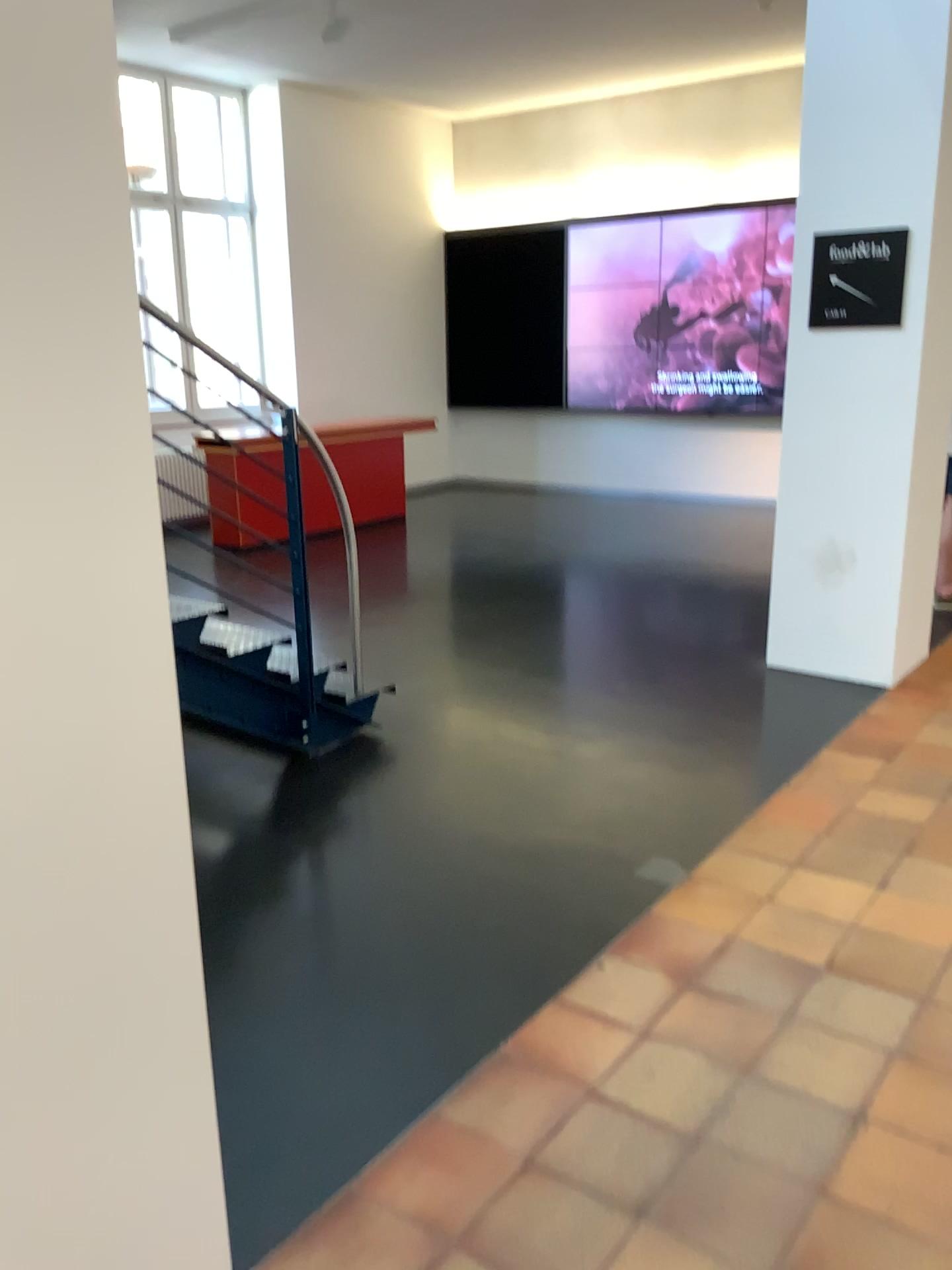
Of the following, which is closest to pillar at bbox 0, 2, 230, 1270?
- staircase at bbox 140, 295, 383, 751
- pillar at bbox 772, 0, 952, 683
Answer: staircase at bbox 140, 295, 383, 751

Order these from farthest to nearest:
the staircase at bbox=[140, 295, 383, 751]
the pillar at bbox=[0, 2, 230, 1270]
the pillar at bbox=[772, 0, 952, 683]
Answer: the pillar at bbox=[772, 0, 952, 683] → the staircase at bbox=[140, 295, 383, 751] → the pillar at bbox=[0, 2, 230, 1270]

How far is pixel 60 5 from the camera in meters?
1.3

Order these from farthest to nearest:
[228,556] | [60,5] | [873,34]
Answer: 1. [873,34]
2. [228,556]
3. [60,5]

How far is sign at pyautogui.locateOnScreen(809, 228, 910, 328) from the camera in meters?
4.4

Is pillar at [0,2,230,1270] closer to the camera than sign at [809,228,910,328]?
Yes

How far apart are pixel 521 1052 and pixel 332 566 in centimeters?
225cm

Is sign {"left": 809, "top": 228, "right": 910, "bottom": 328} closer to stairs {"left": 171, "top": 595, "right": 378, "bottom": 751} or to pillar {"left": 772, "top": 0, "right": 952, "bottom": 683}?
pillar {"left": 772, "top": 0, "right": 952, "bottom": 683}

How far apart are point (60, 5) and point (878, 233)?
3.9 meters

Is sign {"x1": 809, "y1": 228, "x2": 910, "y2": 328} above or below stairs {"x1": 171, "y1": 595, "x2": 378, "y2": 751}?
above
